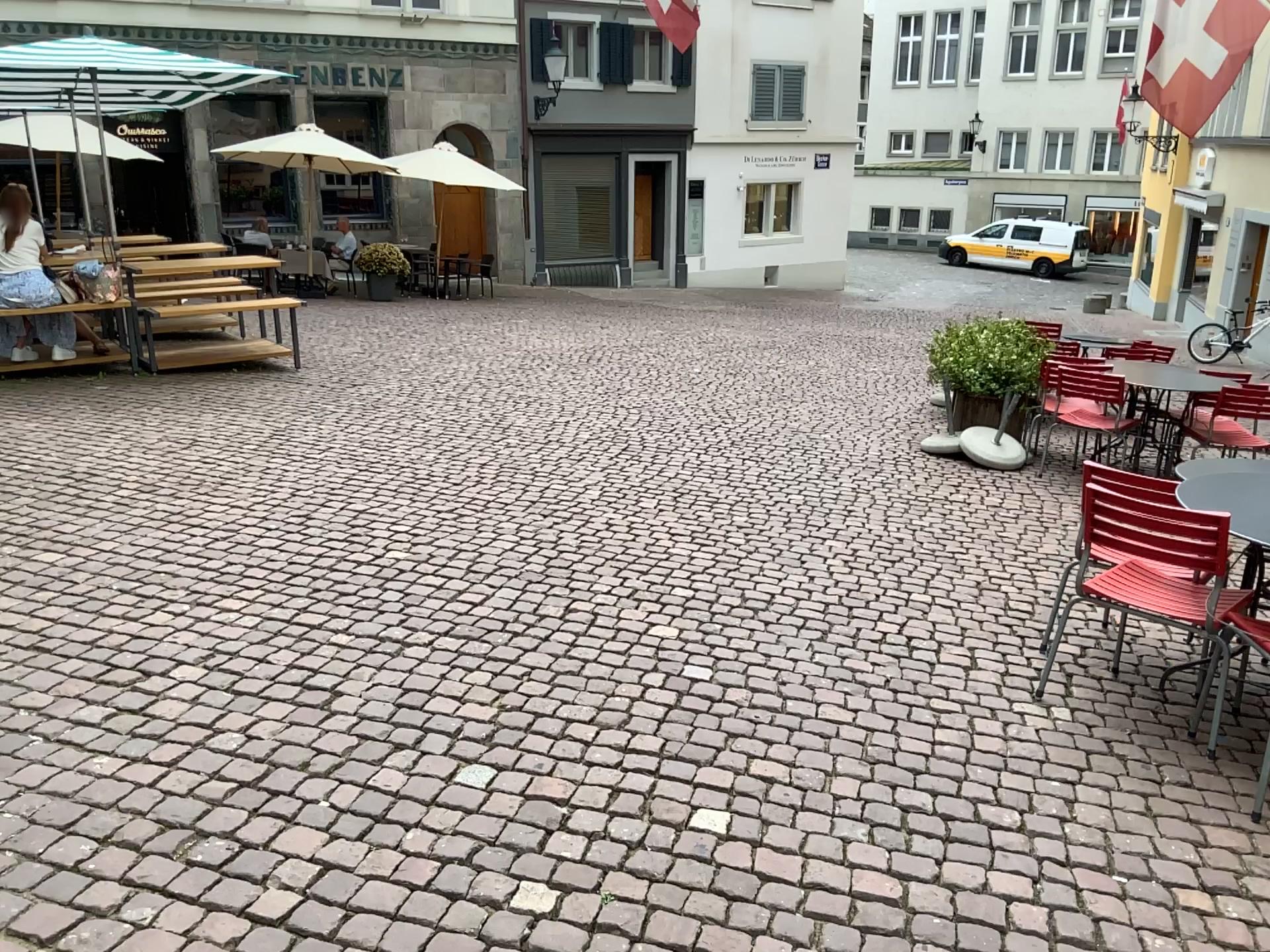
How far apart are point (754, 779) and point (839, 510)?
2.7m
